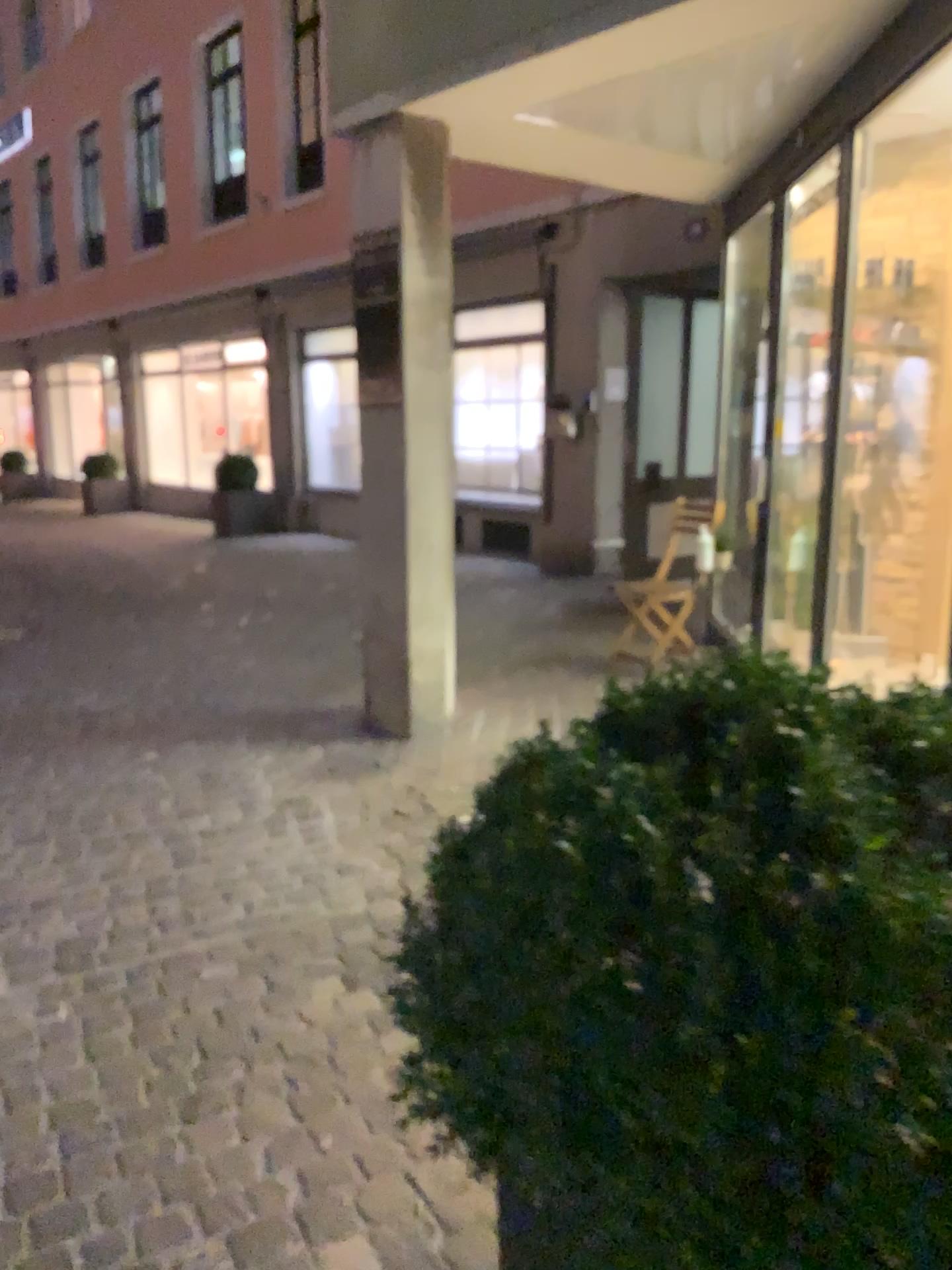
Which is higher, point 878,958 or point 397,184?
point 397,184

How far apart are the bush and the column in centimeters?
302cm

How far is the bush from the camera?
0.87m

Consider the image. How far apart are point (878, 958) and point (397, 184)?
3.80m

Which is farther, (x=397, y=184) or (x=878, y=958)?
(x=397, y=184)

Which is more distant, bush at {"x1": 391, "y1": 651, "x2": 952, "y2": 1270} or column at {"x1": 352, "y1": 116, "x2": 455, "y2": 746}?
column at {"x1": 352, "y1": 116, "x2": 455, "y2": 746}

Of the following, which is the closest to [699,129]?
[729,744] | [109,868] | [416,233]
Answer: [416,233]

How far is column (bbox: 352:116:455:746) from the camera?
4.08m
